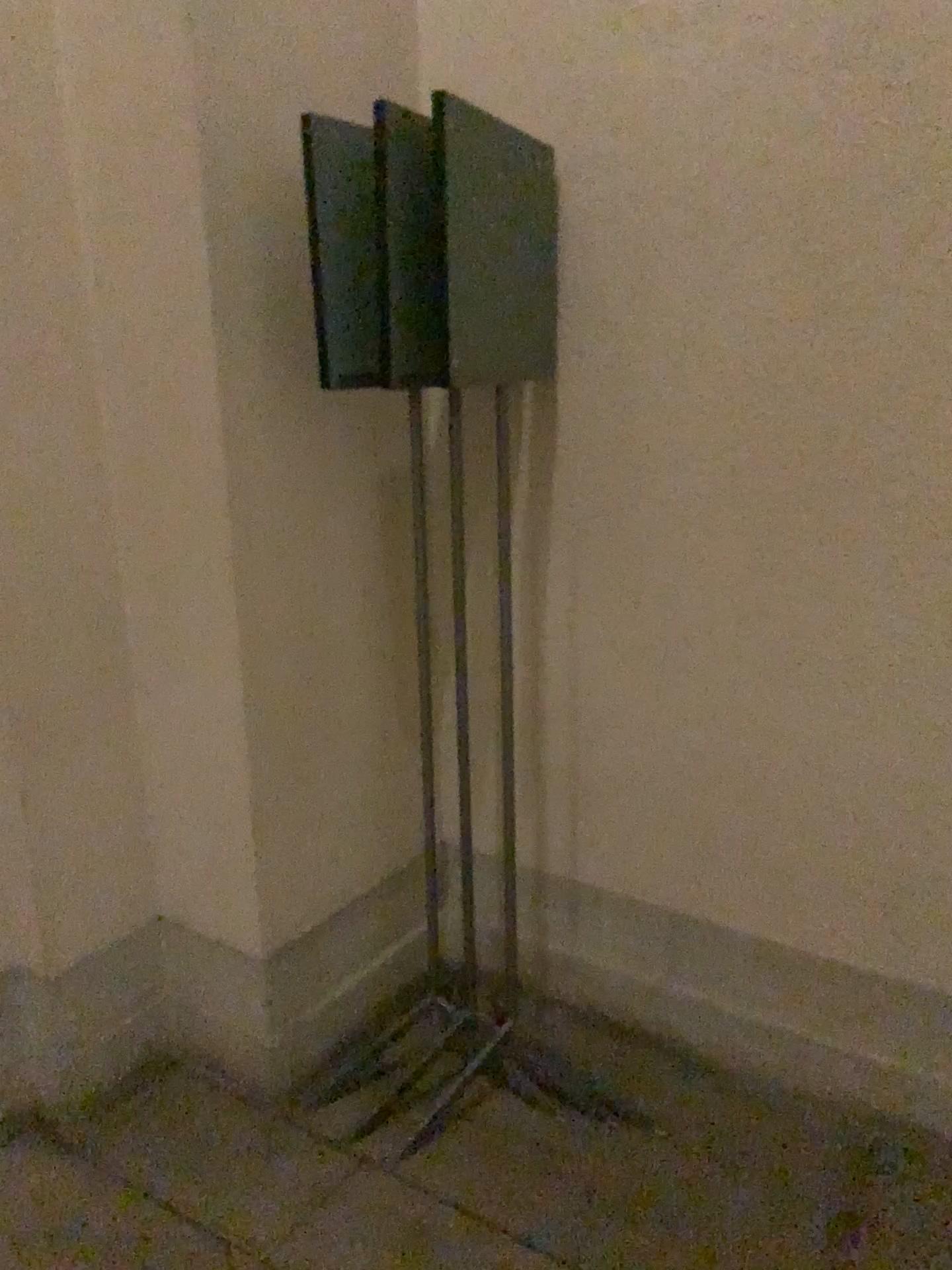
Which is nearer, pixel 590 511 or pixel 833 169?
pixel 833 169
